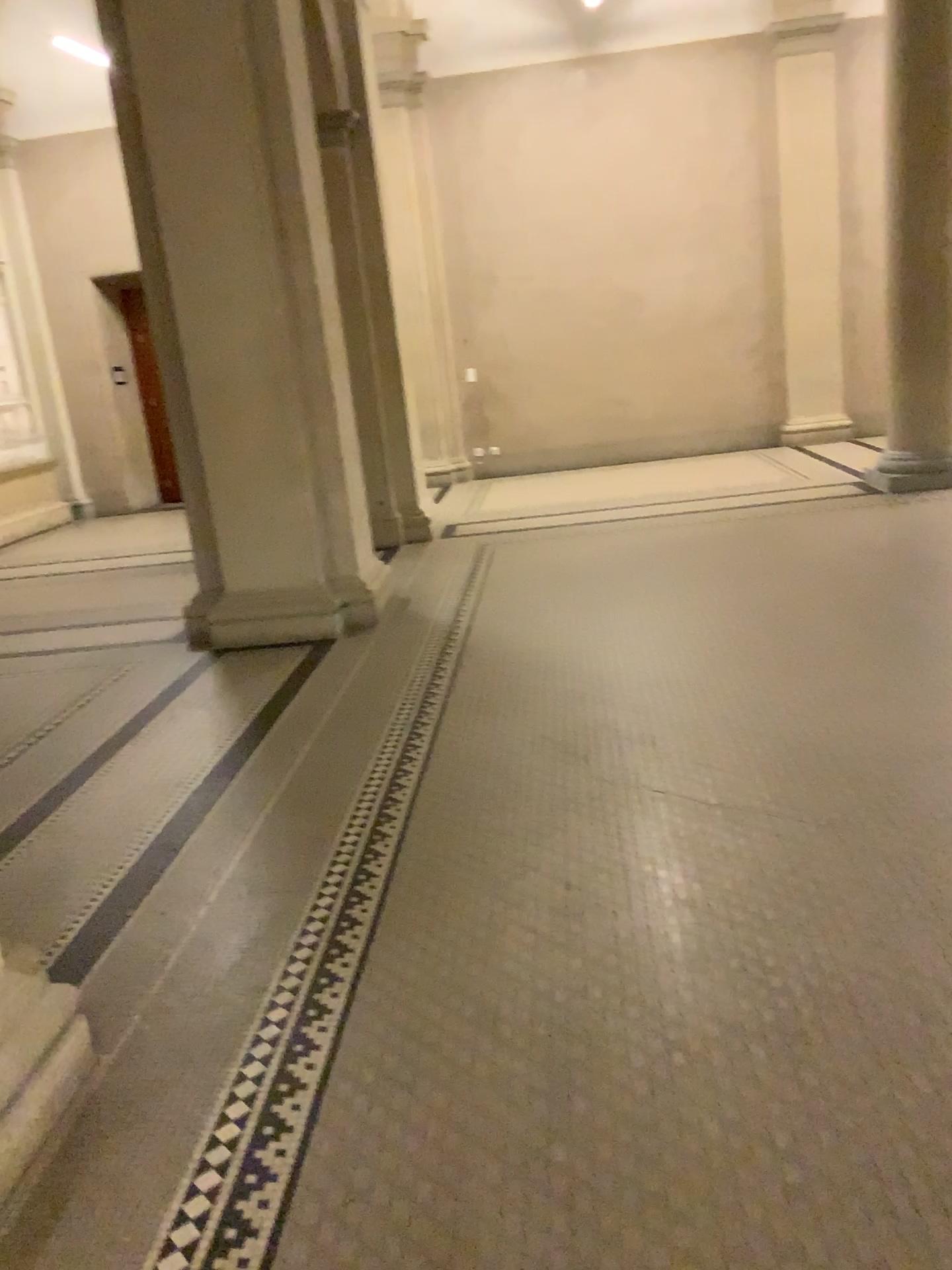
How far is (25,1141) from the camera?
1.9 meters

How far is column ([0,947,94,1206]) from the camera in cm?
190

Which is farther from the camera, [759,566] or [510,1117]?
[759,566]
